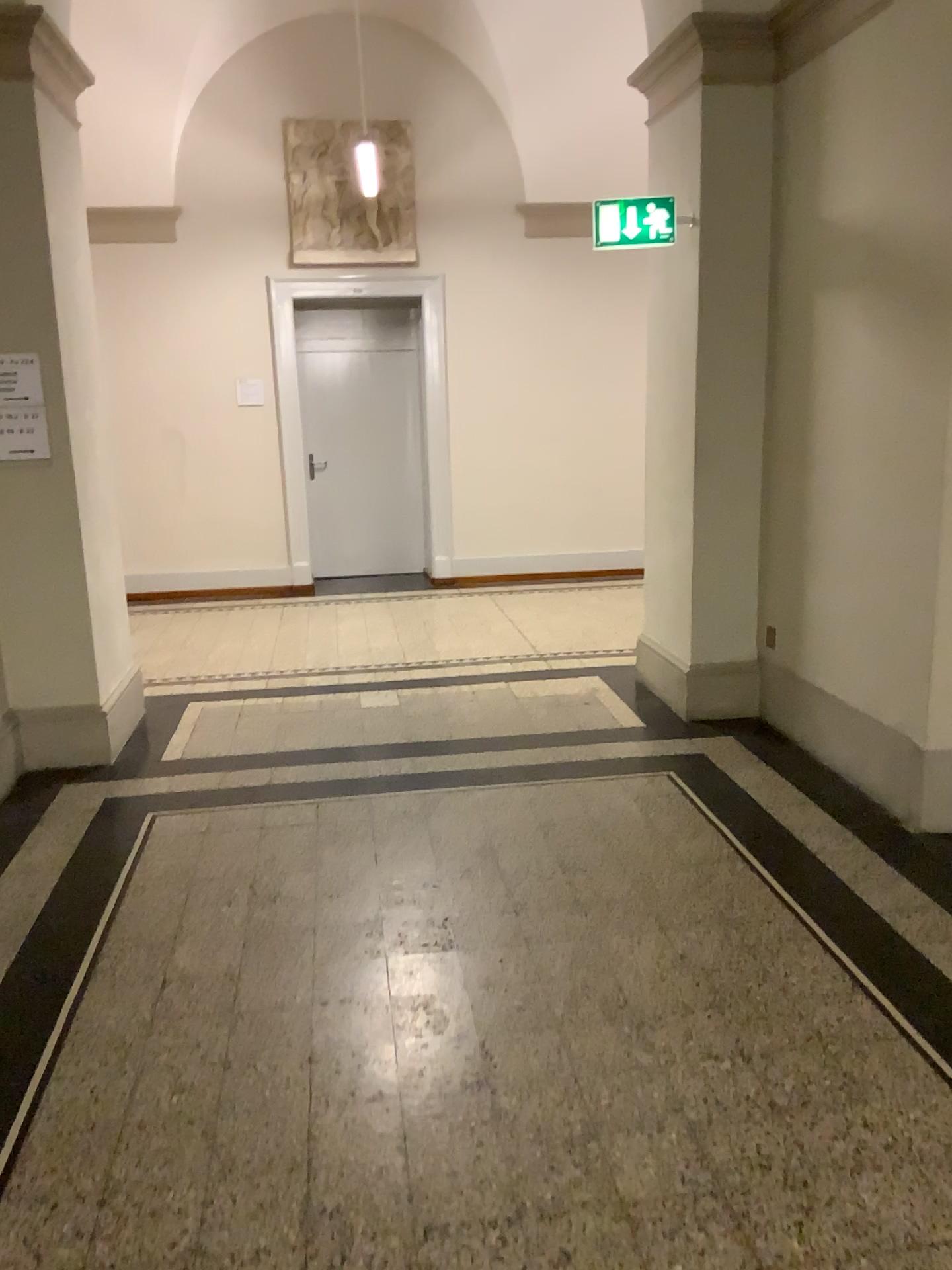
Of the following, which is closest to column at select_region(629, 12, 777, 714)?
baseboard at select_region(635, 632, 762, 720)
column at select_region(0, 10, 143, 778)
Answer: baseboard at select_region(635, 632, 762, 720)

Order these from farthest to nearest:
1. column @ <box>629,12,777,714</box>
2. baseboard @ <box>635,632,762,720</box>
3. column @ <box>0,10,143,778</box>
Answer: baseboard @ <box>635,632,762,720</box> → column @ <box>629,12,777,714</box> → column @ <box>0,10,143,778</box>

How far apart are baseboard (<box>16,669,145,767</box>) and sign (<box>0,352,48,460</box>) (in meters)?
1.12

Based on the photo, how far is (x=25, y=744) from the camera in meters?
4.6 m

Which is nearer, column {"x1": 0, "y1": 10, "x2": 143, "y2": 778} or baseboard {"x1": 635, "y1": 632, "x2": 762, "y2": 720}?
column {"x1": 0, "y1": 10, "x2": 143, "y2": 778}

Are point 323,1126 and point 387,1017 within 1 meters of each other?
yes

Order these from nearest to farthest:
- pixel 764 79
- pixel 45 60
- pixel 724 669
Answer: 1. pixel 45 60
2. pixel 764 79
3. pixel 724 669

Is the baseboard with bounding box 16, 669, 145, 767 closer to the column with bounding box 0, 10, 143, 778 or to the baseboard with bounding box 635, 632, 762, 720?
the column with bounding box 0, 10, 143, 778

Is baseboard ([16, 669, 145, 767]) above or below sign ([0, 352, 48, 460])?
below

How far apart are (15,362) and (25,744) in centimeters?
162cm
